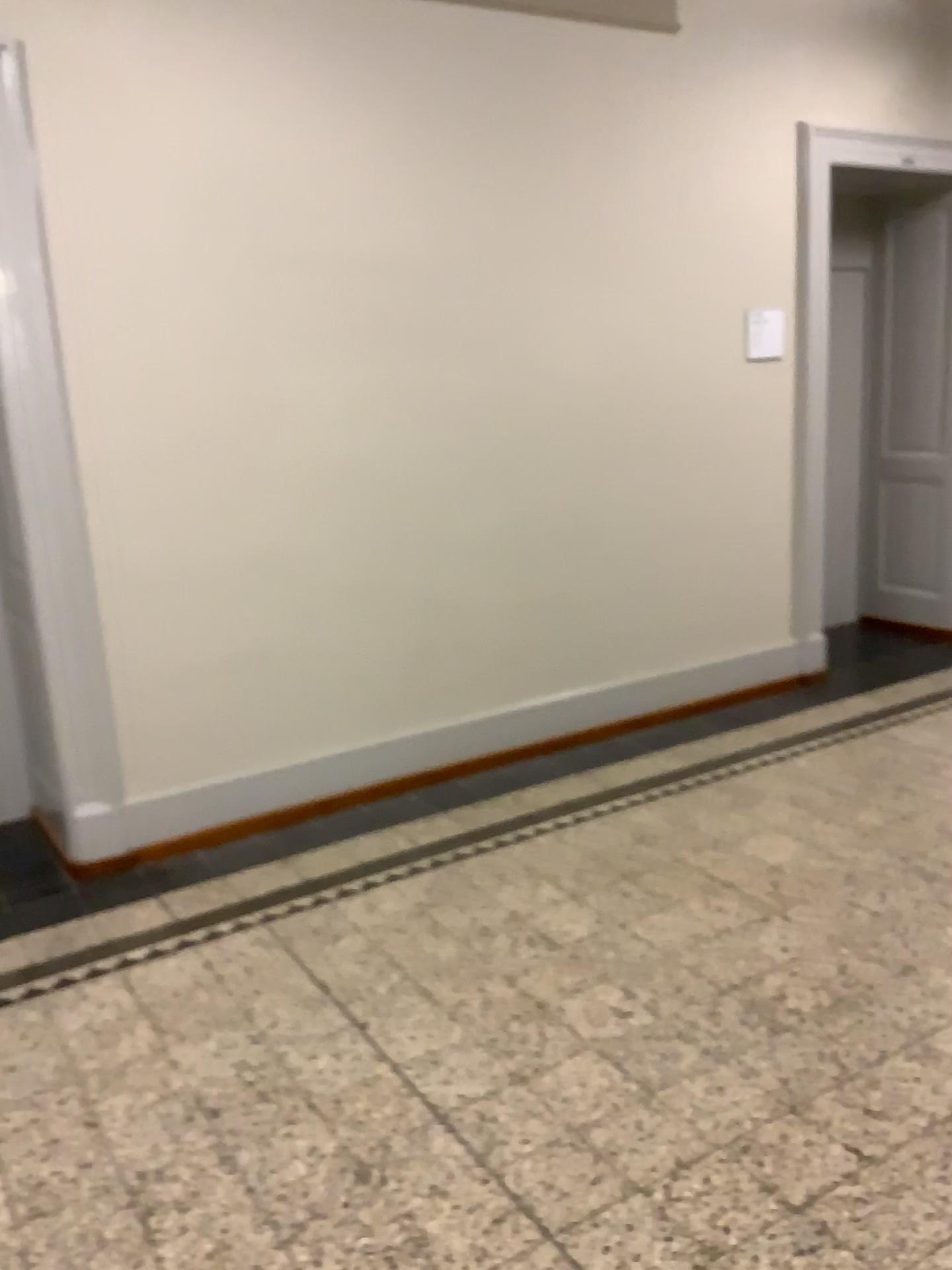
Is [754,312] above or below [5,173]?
below

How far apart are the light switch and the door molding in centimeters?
295cm

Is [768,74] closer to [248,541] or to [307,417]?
[307,417]

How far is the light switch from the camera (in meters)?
4.72

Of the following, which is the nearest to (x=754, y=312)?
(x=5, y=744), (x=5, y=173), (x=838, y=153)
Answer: (x=838, y=153)

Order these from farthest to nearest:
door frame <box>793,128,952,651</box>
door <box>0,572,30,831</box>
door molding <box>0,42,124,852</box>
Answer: door frame <box>793,128,952,651</box> → door <box>0,572,30,831</box> → door molding <box>0,42,124,852</box>

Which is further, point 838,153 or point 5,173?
point 838,153

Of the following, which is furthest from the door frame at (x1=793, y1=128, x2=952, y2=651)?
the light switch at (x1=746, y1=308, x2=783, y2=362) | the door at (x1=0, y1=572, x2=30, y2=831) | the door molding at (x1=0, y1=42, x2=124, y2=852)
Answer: the door at (x1=0, y1=572, x2=30, y2=831)

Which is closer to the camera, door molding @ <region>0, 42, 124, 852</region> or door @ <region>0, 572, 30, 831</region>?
door molding @ <region>0, 42, 124, 852</region>

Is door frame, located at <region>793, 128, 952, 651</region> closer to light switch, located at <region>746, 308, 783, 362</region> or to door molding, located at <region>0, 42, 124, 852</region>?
light switch, located at <region>746, 308, 783, 362</region>
